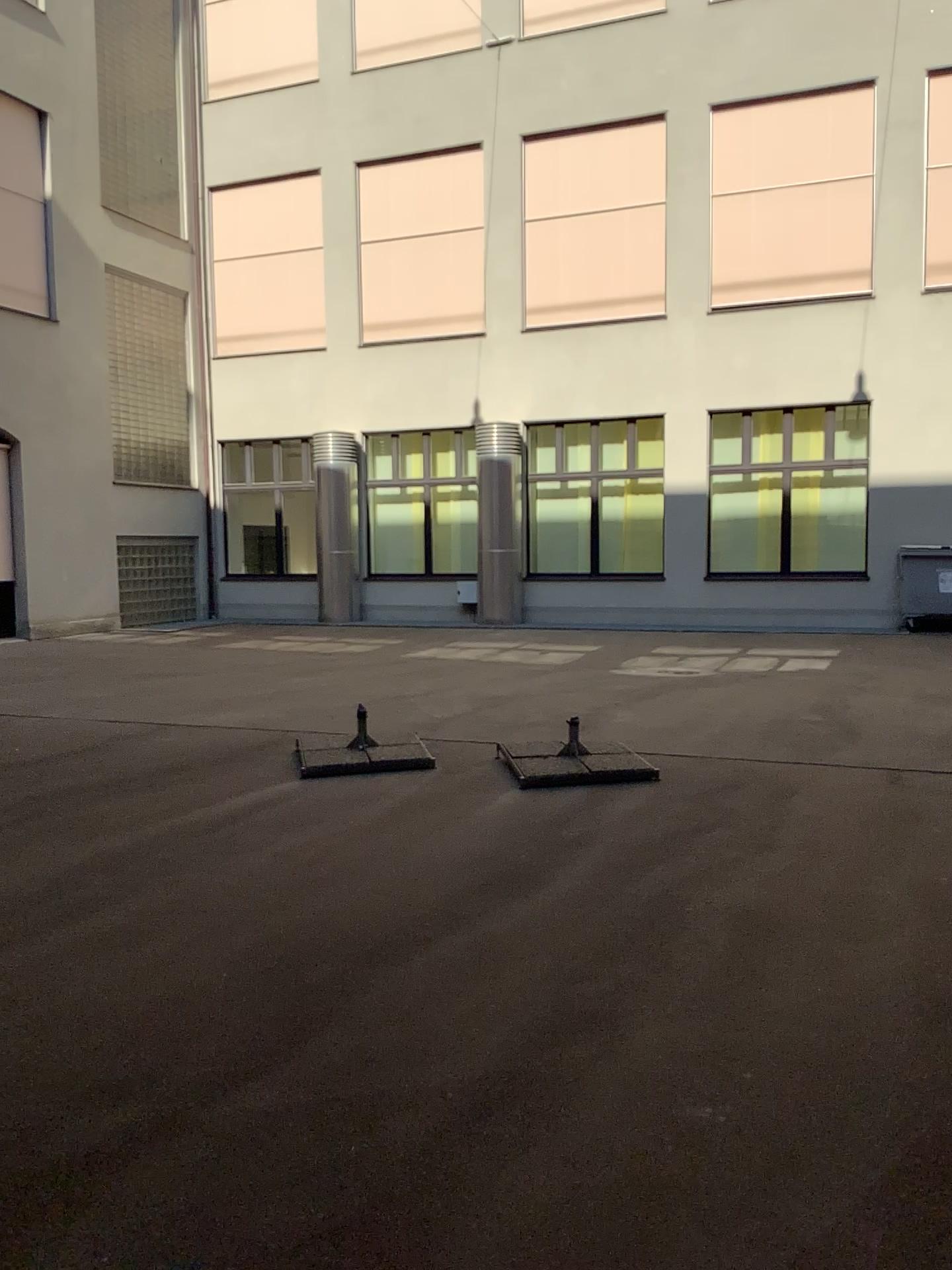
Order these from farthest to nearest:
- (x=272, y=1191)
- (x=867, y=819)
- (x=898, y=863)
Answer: (x=867, y=819), (x=898, y=863), (x=272, y=1191)
